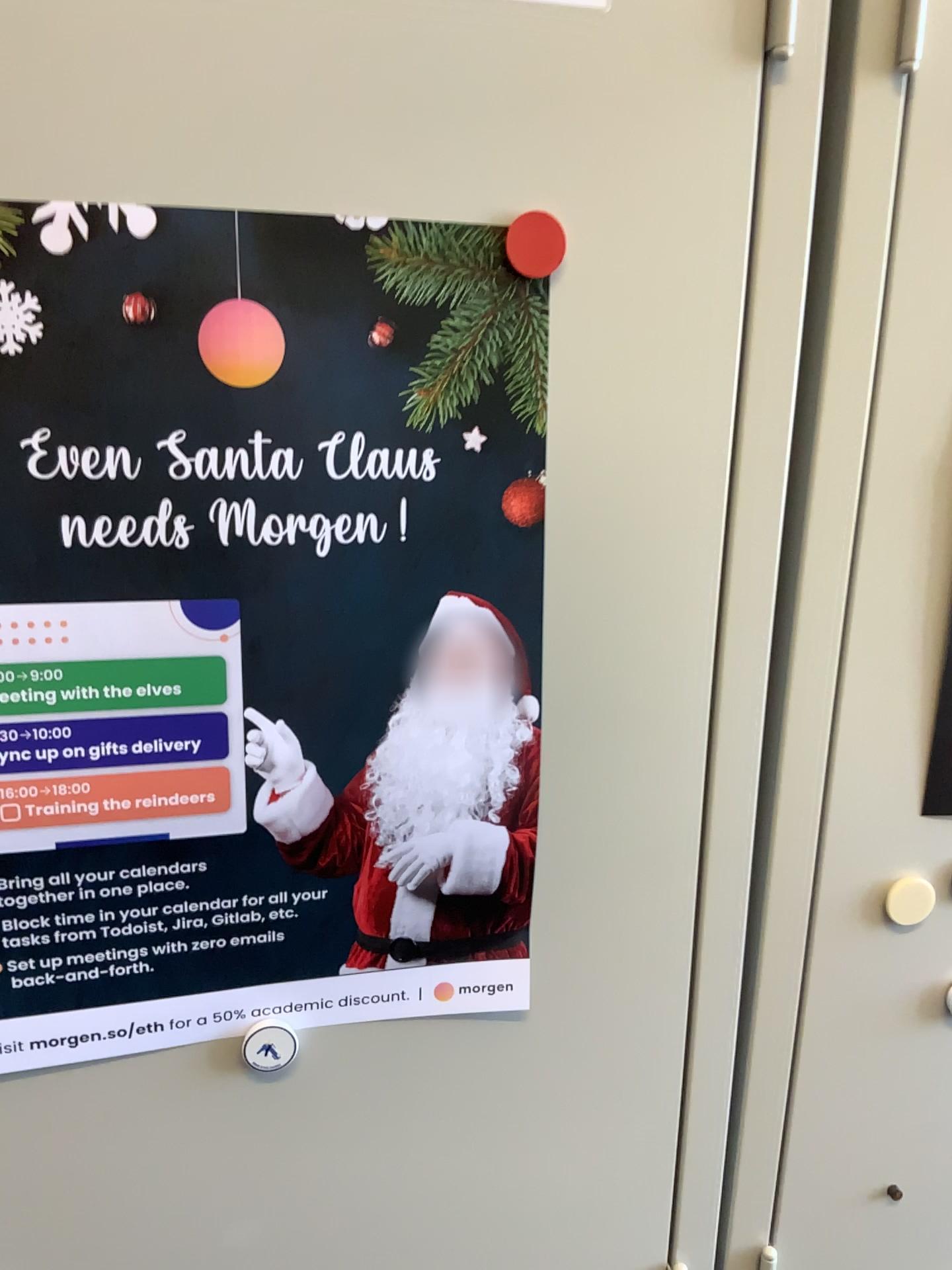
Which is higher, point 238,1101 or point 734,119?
point 734,119

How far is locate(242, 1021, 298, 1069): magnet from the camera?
0.6m

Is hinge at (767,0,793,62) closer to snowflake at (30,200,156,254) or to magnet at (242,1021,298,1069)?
snowflake at (30,200,156,254)

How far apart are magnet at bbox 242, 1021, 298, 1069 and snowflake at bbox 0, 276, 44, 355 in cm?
37

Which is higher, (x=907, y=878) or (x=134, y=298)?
(x=134, y=298)

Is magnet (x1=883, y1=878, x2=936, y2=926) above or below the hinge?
below

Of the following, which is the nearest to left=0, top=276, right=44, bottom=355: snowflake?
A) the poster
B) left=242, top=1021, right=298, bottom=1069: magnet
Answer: the poster

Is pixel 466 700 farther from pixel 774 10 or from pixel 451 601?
pixel 774 10

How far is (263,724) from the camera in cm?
52

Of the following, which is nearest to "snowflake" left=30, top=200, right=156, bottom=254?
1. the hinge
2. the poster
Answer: the poster
